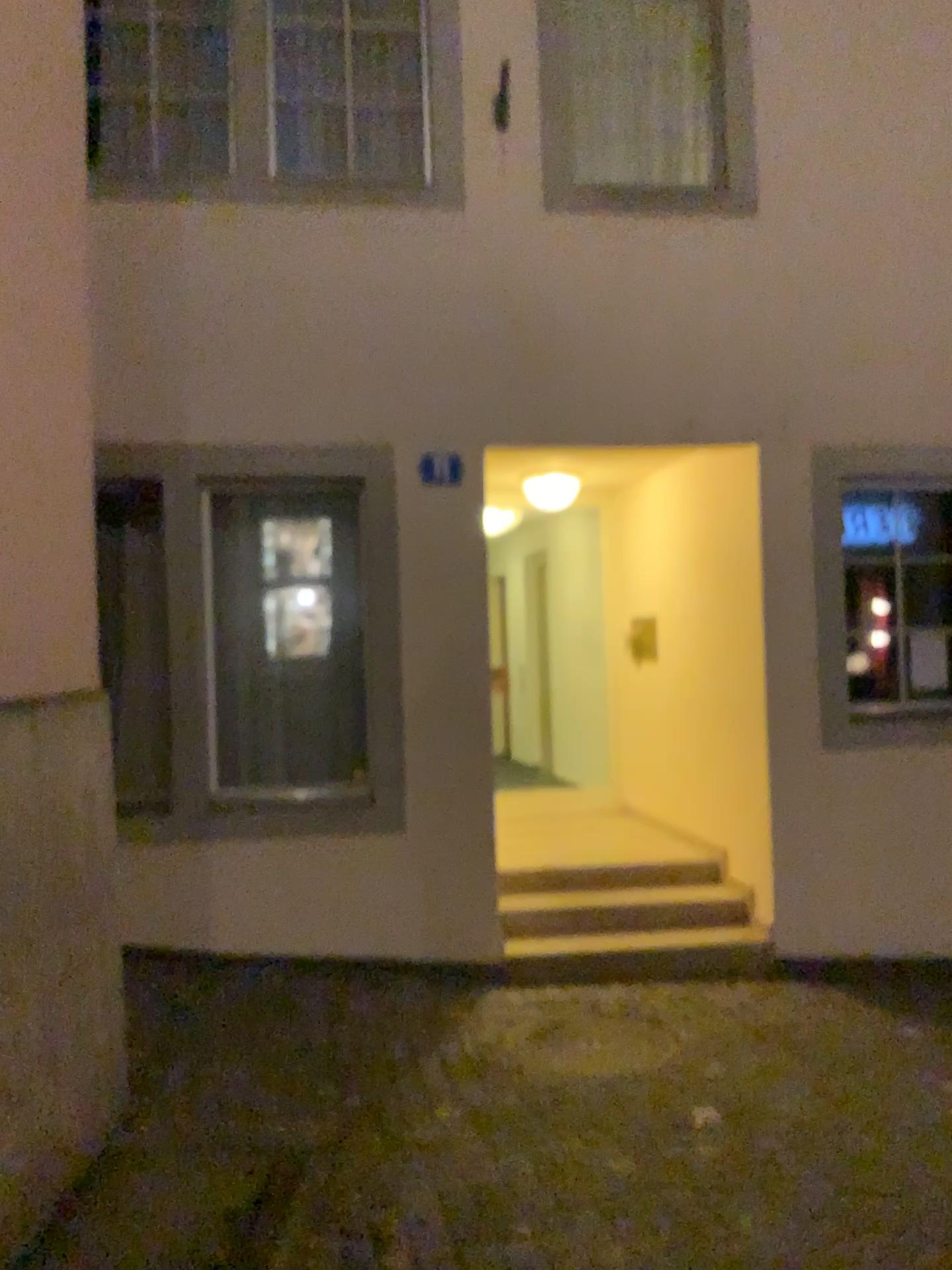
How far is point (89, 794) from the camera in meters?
3.3 m
